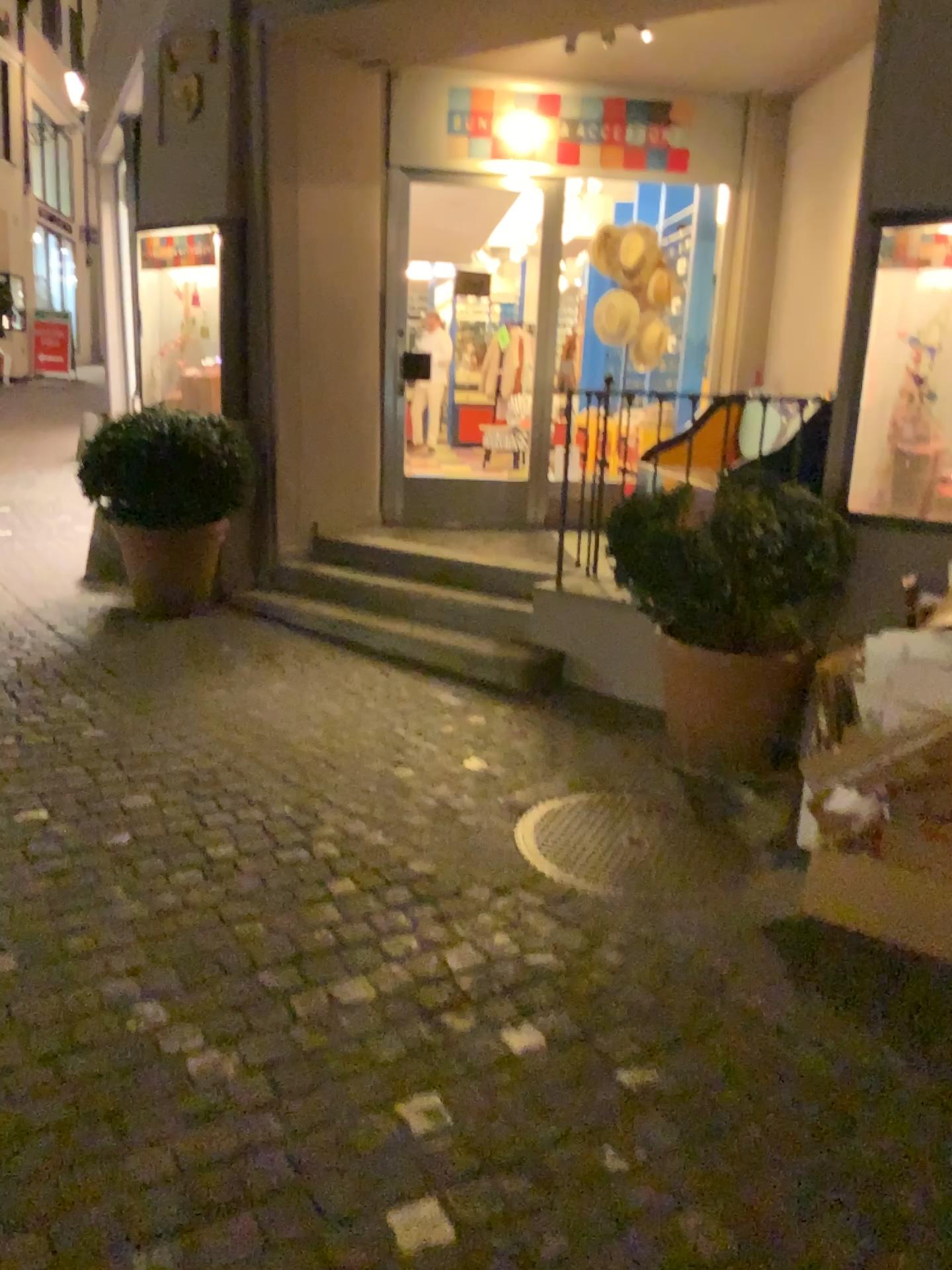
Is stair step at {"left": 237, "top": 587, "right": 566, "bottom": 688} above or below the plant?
below

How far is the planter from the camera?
3.49m

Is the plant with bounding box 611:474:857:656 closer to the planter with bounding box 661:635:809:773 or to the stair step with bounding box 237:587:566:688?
the planter with bounding box 661:635:809:773

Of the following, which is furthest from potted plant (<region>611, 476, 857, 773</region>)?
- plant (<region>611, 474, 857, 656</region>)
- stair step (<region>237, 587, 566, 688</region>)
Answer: stair step (<region>237, 587, 566, 688</region>)

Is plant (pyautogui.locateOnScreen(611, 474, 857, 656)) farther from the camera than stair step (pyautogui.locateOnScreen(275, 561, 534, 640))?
No

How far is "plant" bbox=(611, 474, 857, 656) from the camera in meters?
3.6 m

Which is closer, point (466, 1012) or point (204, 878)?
point (466, 1012)

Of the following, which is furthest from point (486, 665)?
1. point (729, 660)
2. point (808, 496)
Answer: point (808, 496)

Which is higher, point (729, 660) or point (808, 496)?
point (808, 496)

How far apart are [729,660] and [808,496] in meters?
0.6
